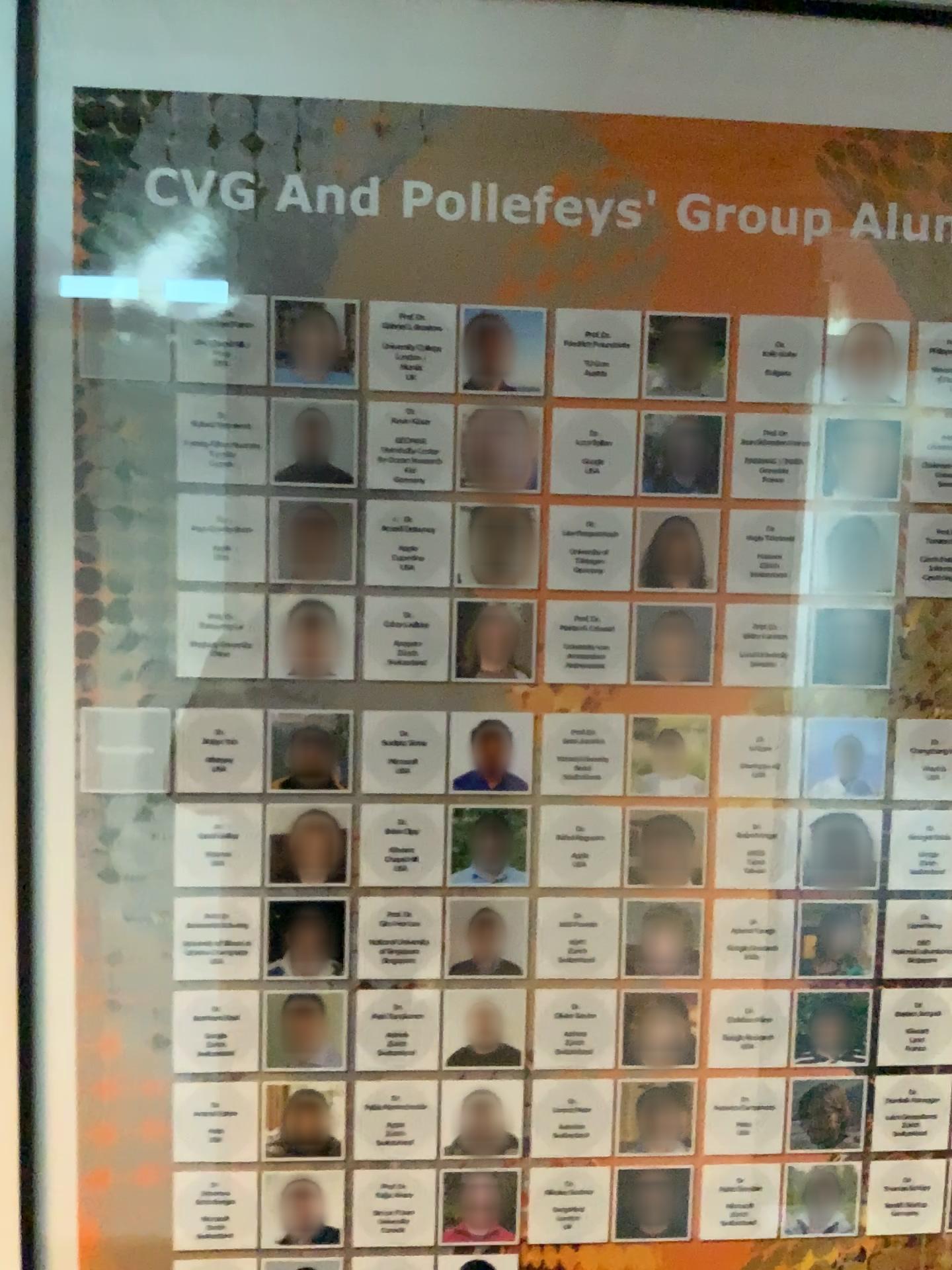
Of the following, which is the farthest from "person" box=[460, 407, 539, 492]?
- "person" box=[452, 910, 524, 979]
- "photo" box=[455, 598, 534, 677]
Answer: "person" box=[452, 910, 524, 979]

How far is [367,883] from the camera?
0.90m

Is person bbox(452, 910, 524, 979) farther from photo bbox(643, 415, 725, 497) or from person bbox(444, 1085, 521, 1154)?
photo bbox(643, 415, 725, 497)

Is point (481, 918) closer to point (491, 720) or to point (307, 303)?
point (491, 720)

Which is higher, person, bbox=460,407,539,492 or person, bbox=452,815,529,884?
person, bbox=460,407,539,492

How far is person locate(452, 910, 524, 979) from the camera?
0.91m

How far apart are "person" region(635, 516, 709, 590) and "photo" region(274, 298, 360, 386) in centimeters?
29cm

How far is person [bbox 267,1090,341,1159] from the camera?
0.9 meters

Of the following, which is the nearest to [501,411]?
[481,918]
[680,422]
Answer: [680,422]

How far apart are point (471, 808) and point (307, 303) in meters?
0.4
